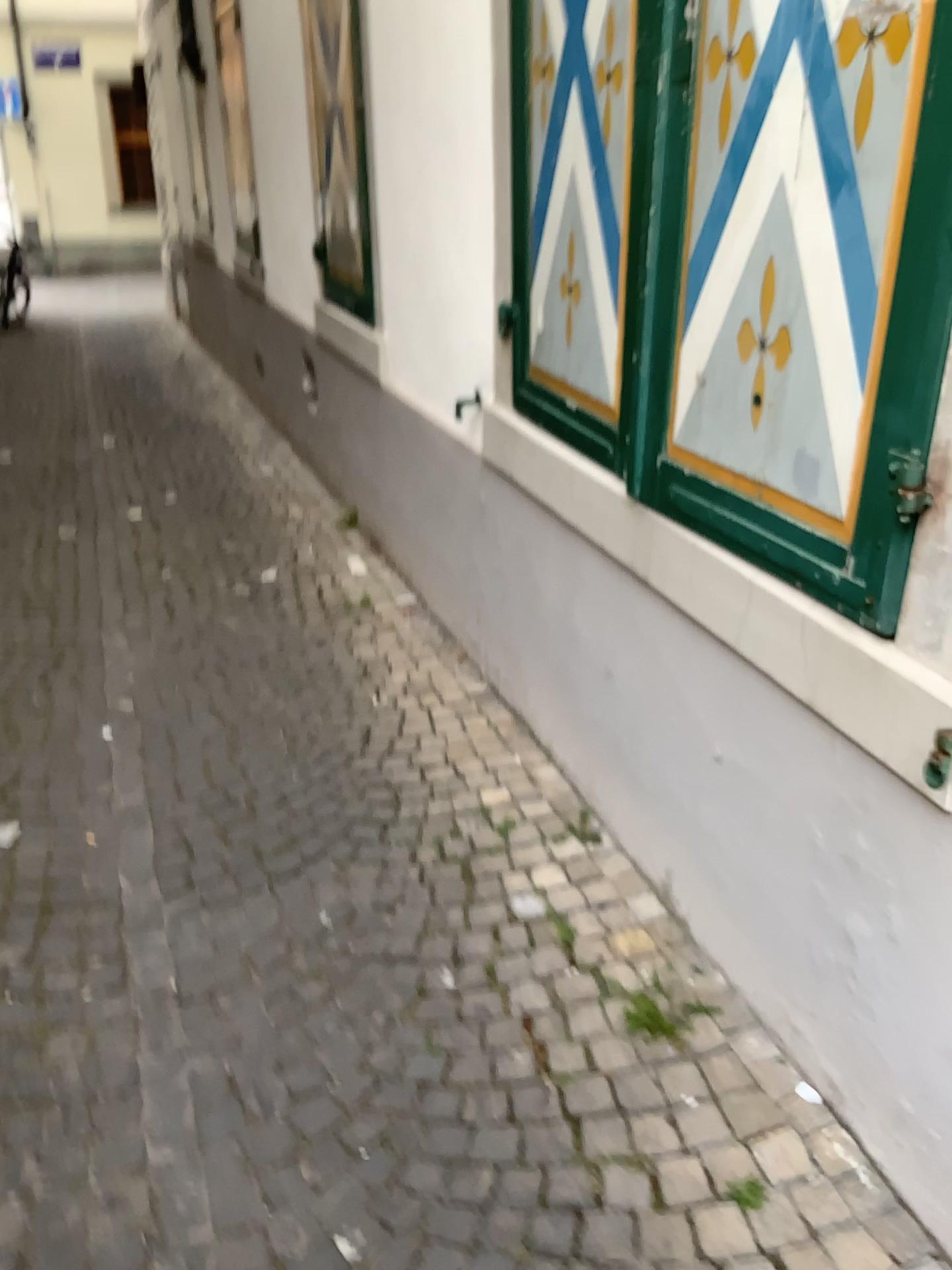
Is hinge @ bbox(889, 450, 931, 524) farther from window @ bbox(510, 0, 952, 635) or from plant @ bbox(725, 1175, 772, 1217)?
plant @ bbox(725, 1175, 772, 1217)

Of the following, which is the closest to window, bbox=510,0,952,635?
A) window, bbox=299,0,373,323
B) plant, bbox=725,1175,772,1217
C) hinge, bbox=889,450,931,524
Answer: hinge, bbox=889,450,931,524

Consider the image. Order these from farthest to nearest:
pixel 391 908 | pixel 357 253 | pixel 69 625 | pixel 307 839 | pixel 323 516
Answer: pixel 323 516 → pixel 357 253 → pixel 69 625 → pixel 307 839 → pixel 391 908

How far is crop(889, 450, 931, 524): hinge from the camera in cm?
138

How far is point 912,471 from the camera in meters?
1.4 m

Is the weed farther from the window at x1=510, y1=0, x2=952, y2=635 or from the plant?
the window at x1=510, y1=0, x2=952, y2=635

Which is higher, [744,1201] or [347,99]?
[347,99]

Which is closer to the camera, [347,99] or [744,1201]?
[744,1201]

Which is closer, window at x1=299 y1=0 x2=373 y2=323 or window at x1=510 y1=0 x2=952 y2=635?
window at x1=510 y1=0 x2=952 y2=635

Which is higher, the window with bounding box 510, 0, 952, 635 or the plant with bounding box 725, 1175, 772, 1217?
the window with bounding box 510, 0, 952, 635
